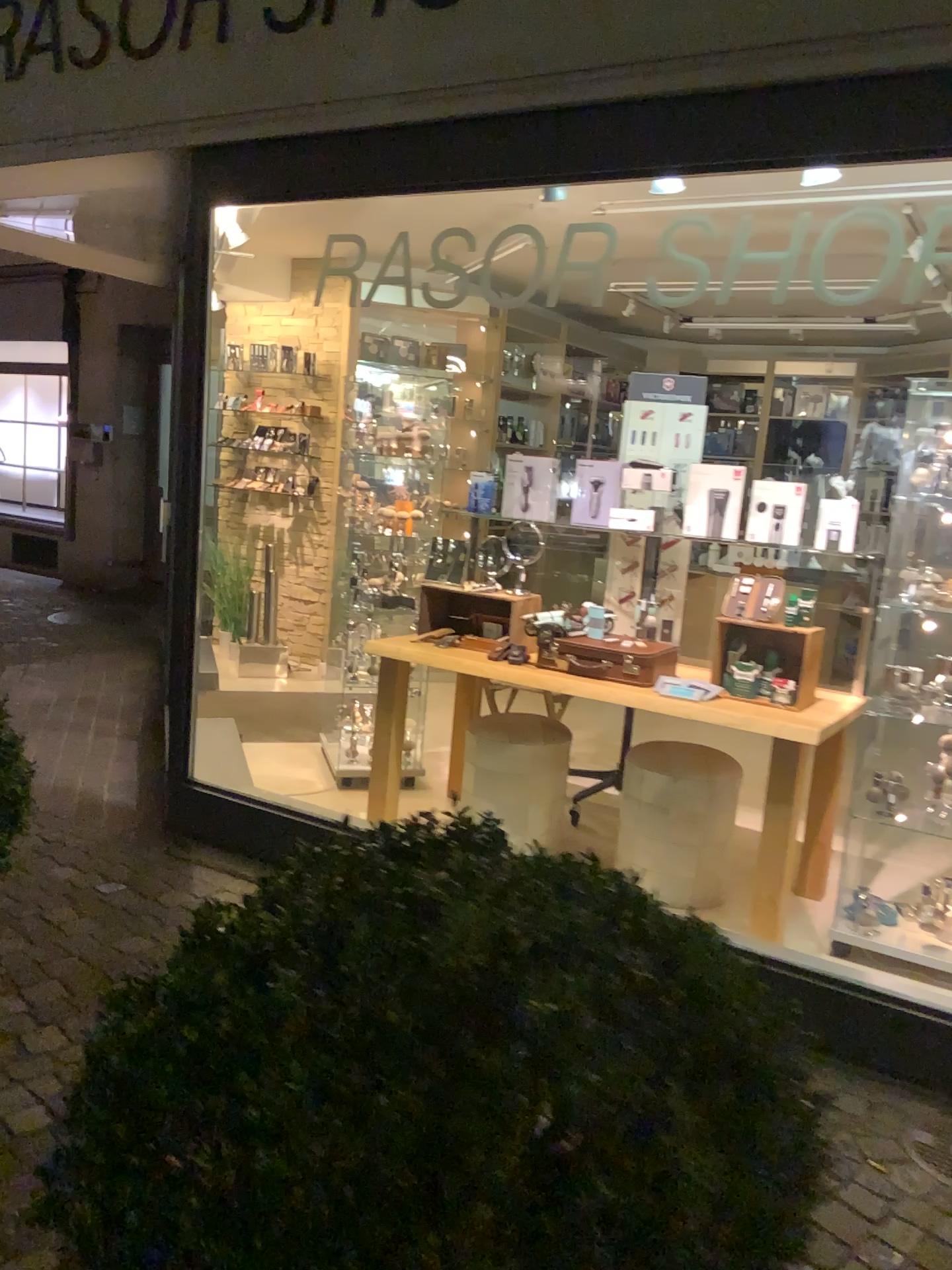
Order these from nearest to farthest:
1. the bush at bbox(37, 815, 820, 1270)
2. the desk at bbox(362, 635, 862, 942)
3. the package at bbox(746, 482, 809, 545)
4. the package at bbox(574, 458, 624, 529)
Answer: the bush at bbox(37, 815, 820, 1270)
the desk at bbox(362, 635, 862, 942)
the package at bbox(746, 482, 809, 545)
the package at bbox(574, 458, 624, 529)

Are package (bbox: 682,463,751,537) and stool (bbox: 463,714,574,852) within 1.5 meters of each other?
yes

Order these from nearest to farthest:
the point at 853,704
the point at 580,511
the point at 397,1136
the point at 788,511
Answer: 1. the point at 397,1136
2. the point at 853,704
3. the point at 788,511
4. the point at 580,511

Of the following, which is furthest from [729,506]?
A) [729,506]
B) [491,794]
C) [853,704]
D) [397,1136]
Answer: [397,1136]

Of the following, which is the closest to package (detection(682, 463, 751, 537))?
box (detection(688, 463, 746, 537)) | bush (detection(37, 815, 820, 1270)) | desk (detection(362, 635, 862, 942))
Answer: box (detection(688, 463, 746, 537))

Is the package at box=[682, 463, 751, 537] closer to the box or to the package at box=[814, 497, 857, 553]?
the box

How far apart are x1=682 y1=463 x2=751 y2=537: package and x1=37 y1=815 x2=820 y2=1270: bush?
2.65m

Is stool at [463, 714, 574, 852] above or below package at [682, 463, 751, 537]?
A: below

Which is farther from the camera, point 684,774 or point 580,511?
point 580,511

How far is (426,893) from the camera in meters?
1.1
